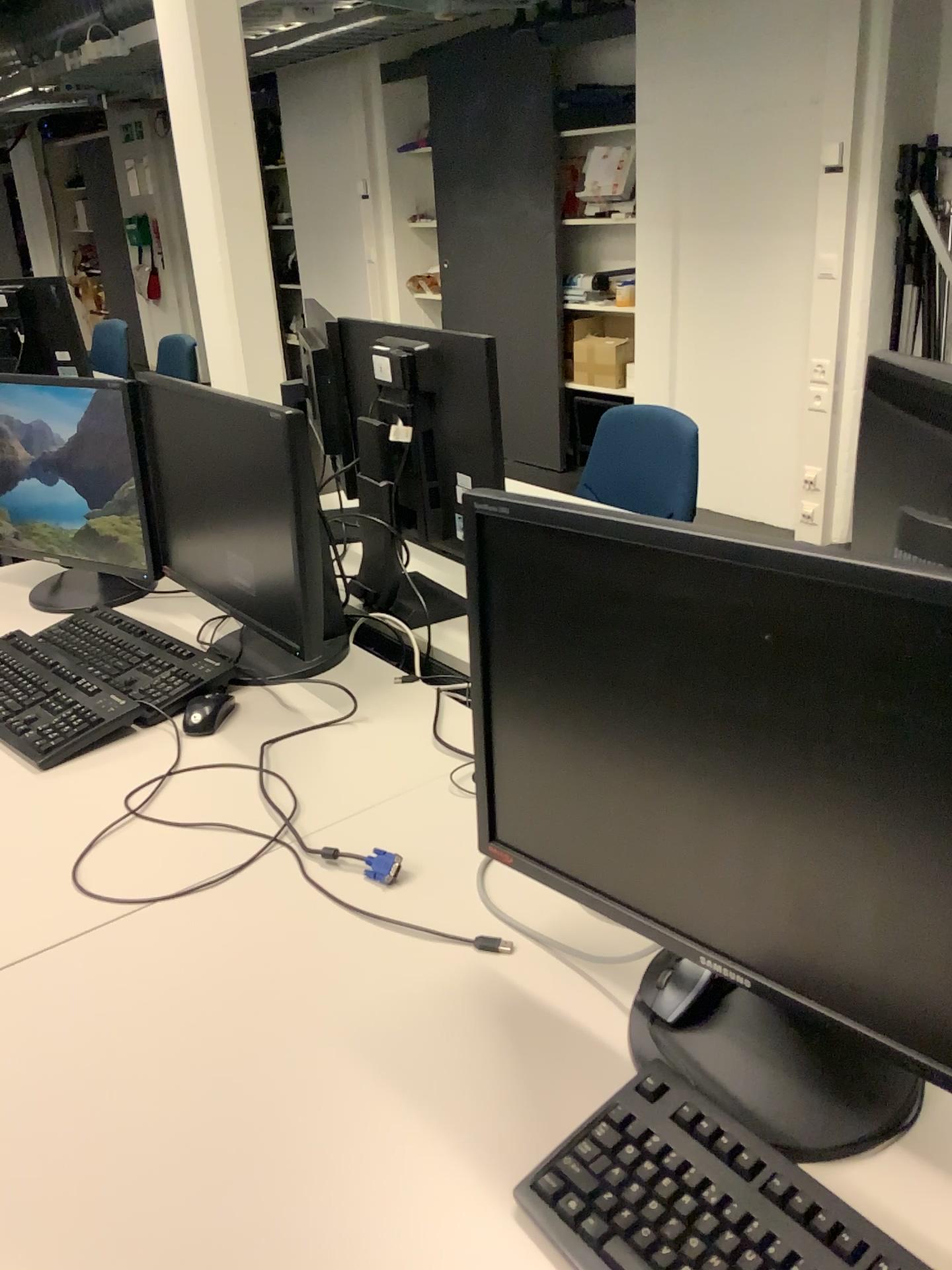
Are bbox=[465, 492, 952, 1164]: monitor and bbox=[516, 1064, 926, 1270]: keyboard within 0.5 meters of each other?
yes

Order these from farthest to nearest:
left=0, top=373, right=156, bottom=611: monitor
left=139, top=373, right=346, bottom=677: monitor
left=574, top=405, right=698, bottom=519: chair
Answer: left=574, top=405, right=698, bottom=519: chair
left=0, top=373, right=156, bottom=611: monitor
left=139, top=373, right=346, bottom=677: monitor

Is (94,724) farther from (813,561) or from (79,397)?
(813,561)

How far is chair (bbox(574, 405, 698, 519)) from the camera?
2.5 meters

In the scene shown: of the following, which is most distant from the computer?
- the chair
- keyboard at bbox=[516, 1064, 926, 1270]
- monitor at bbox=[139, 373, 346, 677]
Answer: the chair

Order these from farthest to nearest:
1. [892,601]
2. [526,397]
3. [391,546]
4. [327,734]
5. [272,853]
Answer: [526,397]
[391,546]
[327,734]
[272,853]
[892,601]

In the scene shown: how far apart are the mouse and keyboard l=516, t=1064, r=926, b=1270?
0.9 meters

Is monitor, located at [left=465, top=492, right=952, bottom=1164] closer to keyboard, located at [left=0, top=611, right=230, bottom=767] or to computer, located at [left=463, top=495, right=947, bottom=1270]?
computer, located at [left=463, top=495, right=947, bottom=1270]

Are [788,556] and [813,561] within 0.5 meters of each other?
yes

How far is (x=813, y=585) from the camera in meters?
0.7
